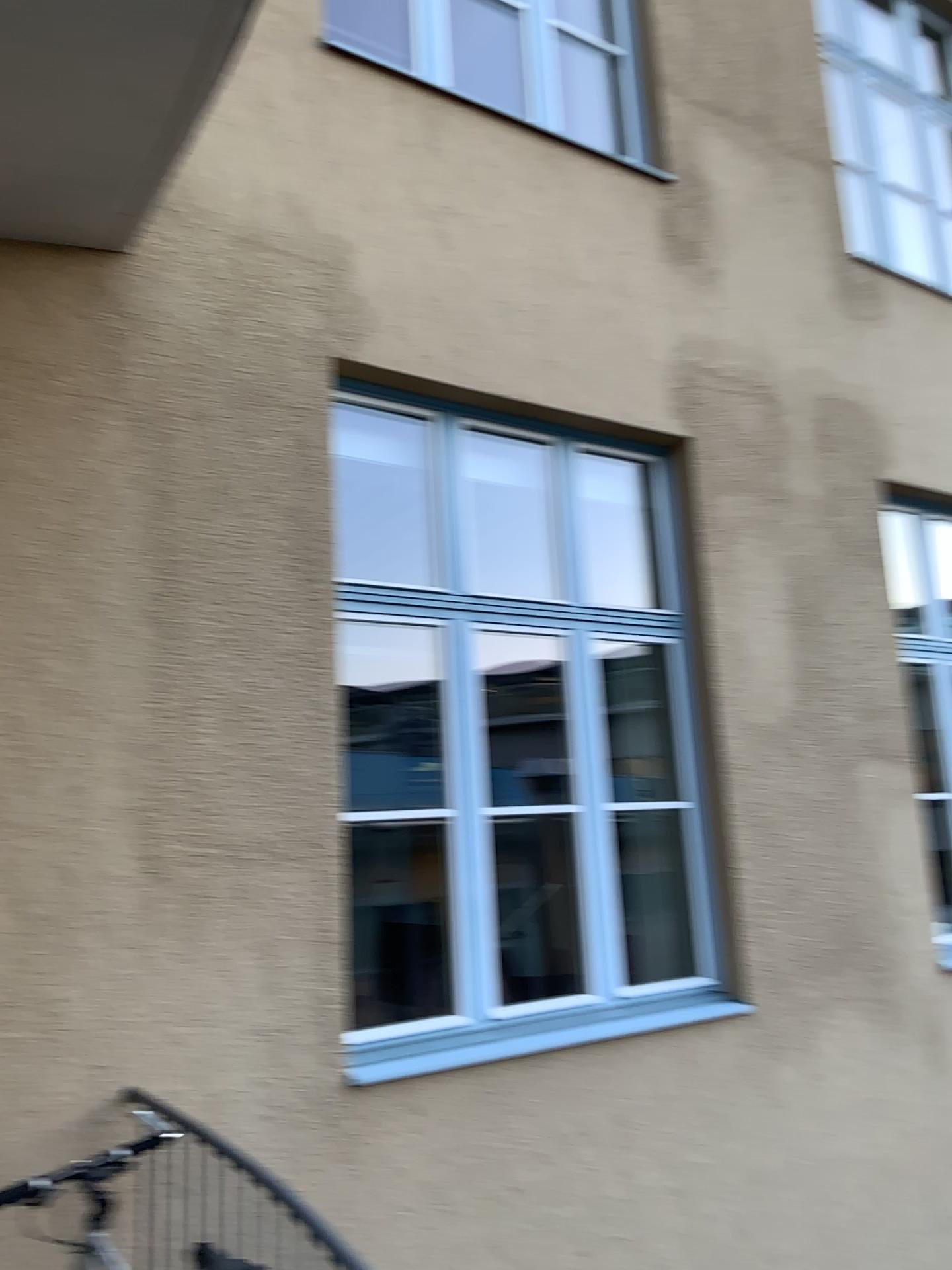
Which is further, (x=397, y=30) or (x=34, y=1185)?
(x=397, y=30)

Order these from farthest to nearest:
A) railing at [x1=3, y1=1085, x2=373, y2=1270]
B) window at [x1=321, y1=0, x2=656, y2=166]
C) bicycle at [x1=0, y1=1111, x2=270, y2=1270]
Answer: window at [x1=321, y1=0, x2=656, y2=166]
railing at [x1=3, y1=1085, x2=373, y2=1270]
bicycle at [x1=0, y1=1111, x2=270, y2=1270]

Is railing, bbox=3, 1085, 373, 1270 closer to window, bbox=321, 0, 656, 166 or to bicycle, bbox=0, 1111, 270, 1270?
bicycle, bbox=0, 1111, 270, 1270

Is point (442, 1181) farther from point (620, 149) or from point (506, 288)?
point (620, 149)

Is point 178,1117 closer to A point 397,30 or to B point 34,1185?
B point 34,1185

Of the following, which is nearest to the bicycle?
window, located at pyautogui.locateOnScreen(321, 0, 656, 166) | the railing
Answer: the railing

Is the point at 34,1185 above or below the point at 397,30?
below

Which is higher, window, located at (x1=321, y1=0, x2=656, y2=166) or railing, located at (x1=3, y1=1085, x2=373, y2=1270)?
window, located at (x1=321, y1=0, x2=656, y2=166)

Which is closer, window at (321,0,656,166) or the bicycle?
the bicycle
